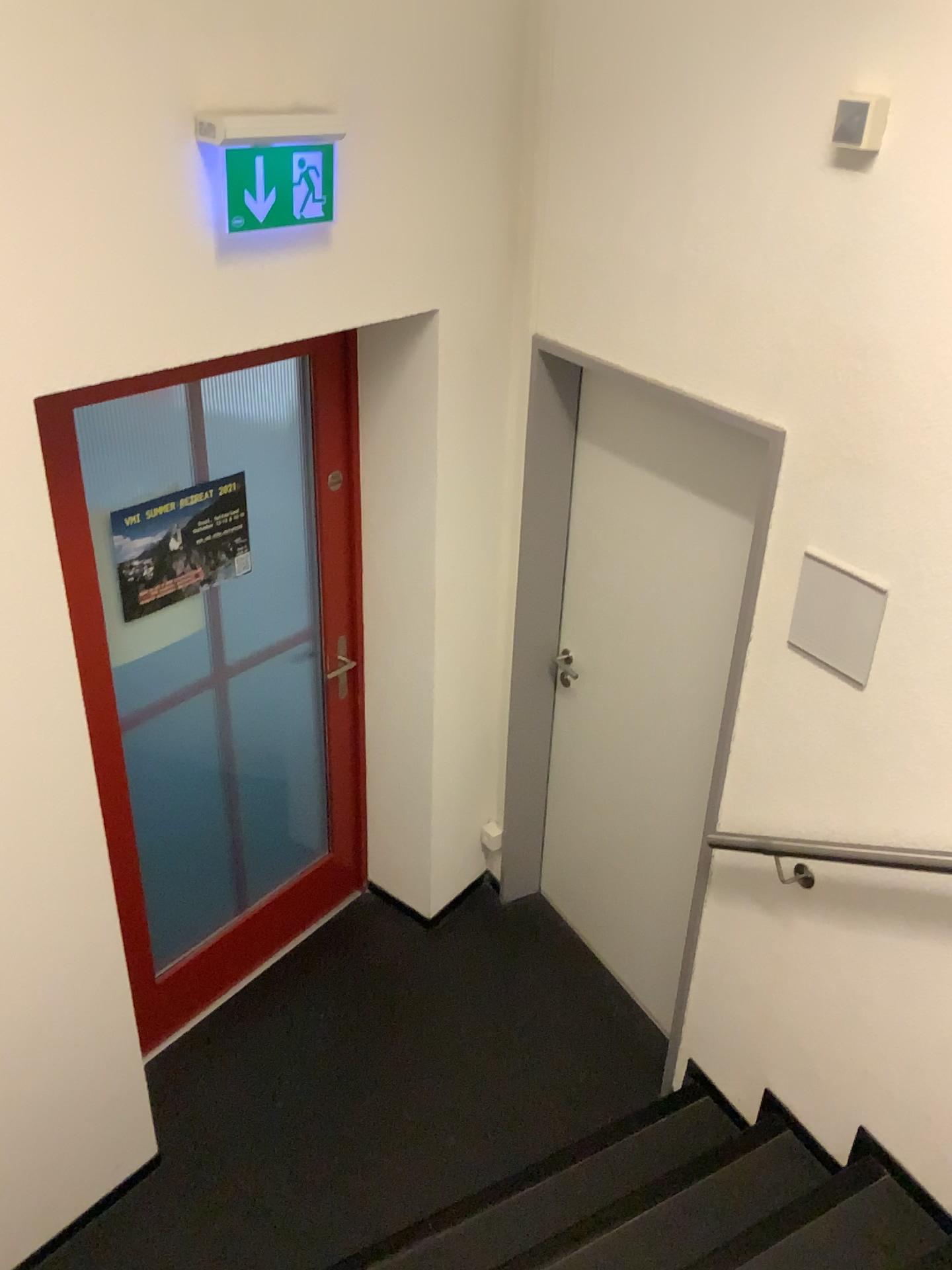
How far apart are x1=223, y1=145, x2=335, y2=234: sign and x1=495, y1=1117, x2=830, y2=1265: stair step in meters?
2.3

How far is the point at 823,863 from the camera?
2.3 meters

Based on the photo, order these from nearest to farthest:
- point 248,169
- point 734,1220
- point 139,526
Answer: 1. point 248,169
2. point 734,1220
3. point 139,526

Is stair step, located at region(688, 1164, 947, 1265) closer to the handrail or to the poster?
the handrail

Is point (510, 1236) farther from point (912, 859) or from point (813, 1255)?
point (912, 859)

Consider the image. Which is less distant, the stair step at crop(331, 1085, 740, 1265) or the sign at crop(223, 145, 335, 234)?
the sign at crop(223, 145, 335, 234)

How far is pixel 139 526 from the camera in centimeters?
261cm

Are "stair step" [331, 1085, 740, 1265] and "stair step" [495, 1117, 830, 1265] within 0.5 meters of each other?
yes

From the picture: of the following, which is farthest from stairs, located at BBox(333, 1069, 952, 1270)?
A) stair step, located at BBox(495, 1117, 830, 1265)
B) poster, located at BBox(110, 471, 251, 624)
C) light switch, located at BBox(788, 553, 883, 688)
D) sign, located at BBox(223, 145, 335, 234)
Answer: sign, located at BBox(223, 145, 335, 234)

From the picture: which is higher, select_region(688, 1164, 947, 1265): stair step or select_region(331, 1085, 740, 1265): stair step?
select_region(688, 1164, 947, 1265): stair step
